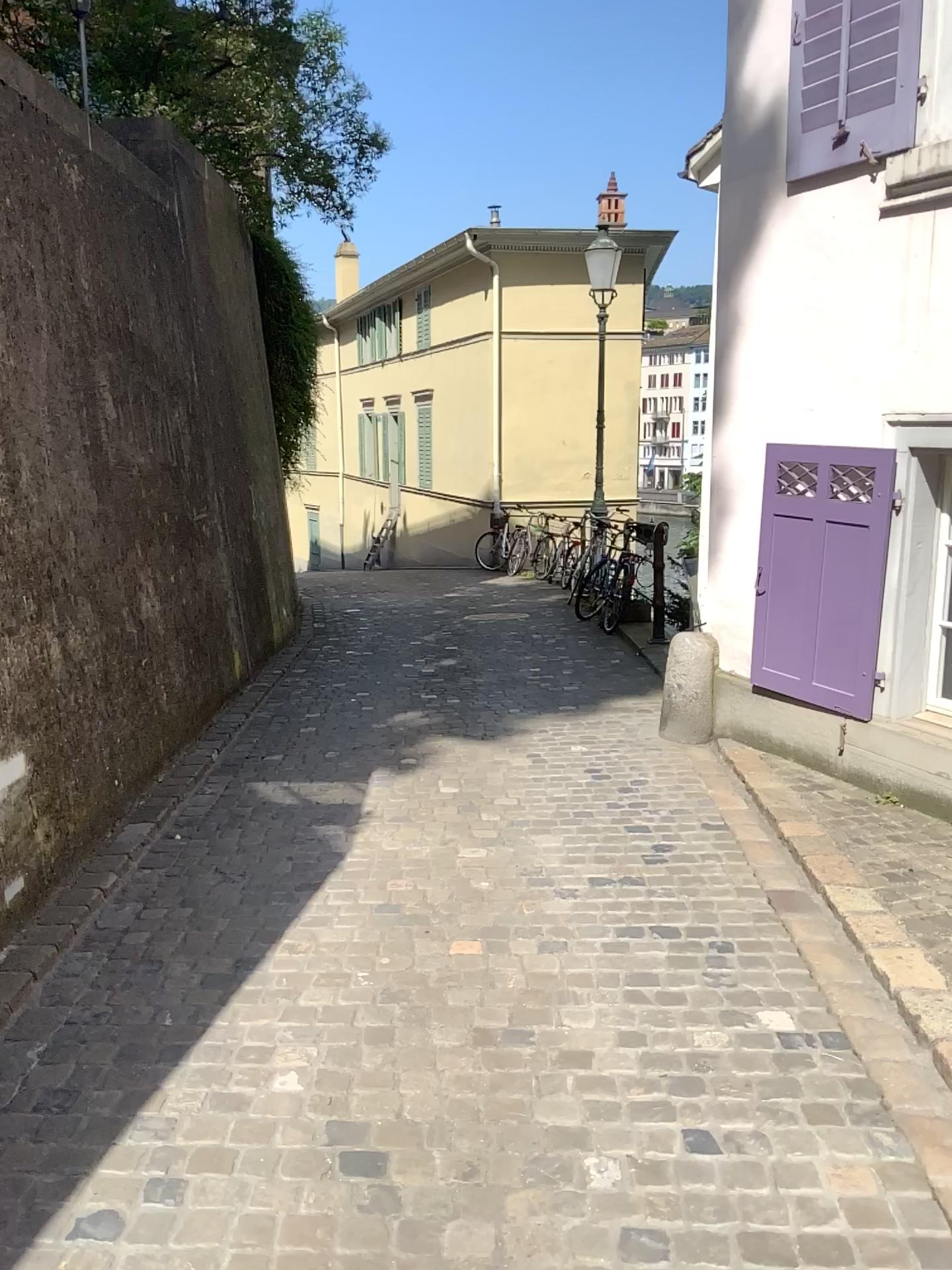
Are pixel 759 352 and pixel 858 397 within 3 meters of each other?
yes
